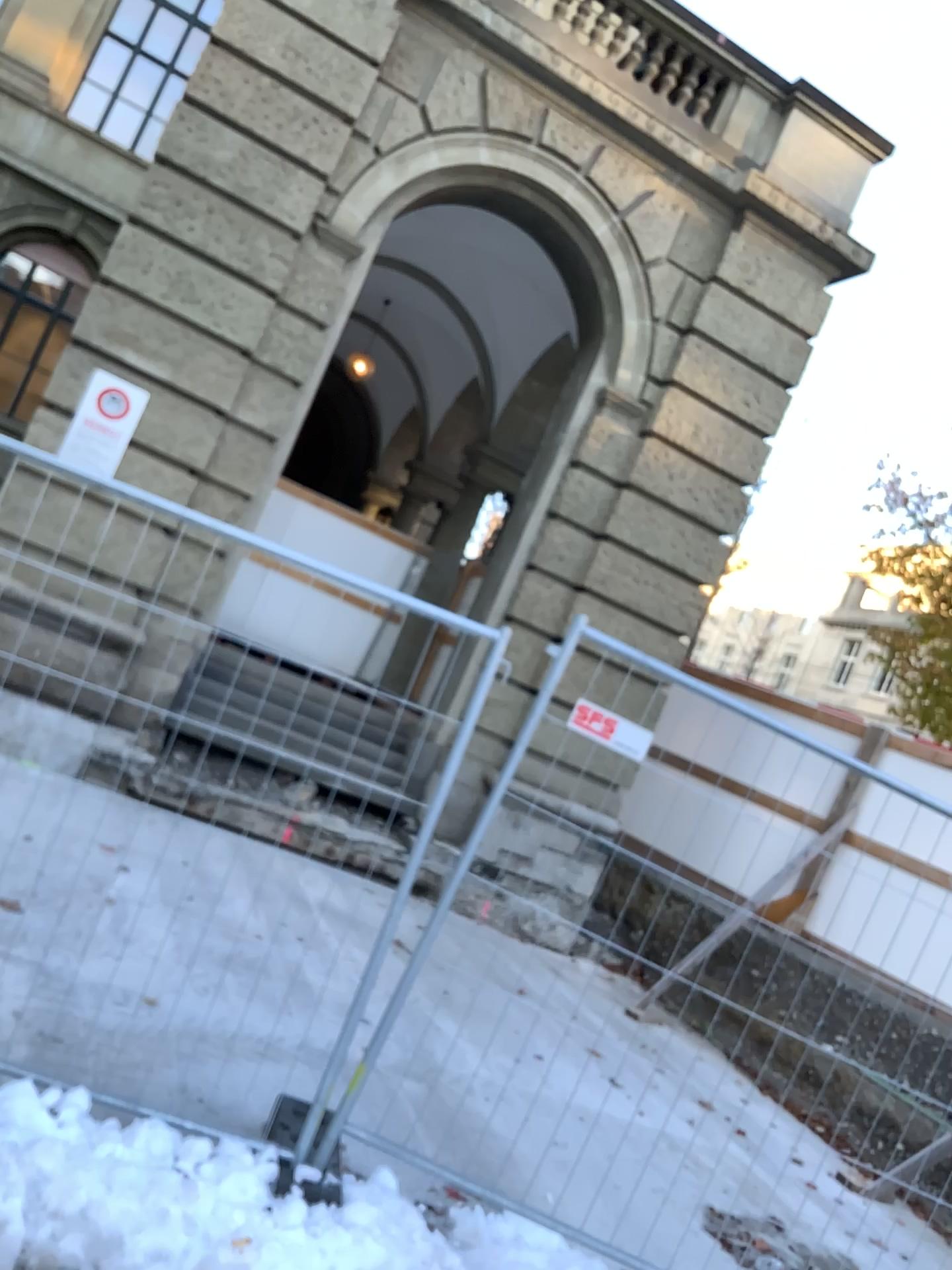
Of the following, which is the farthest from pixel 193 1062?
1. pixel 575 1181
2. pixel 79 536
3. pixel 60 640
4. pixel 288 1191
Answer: pixel 79 536
